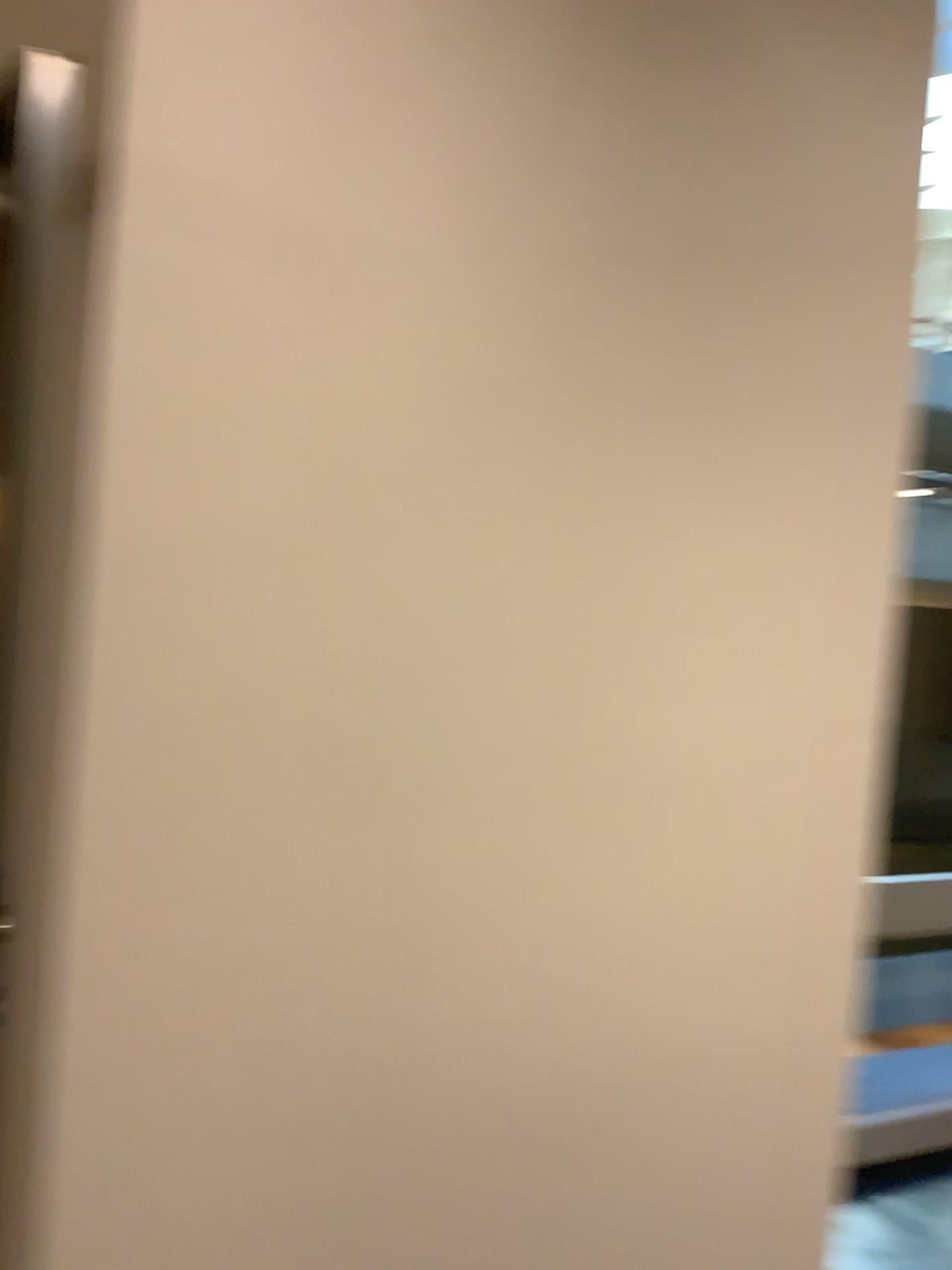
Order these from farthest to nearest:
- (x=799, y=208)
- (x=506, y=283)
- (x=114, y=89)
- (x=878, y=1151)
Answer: (x=878, y=1151)
(x=799, y=208)
(x=506, y=283)
(x=114, y=89)
